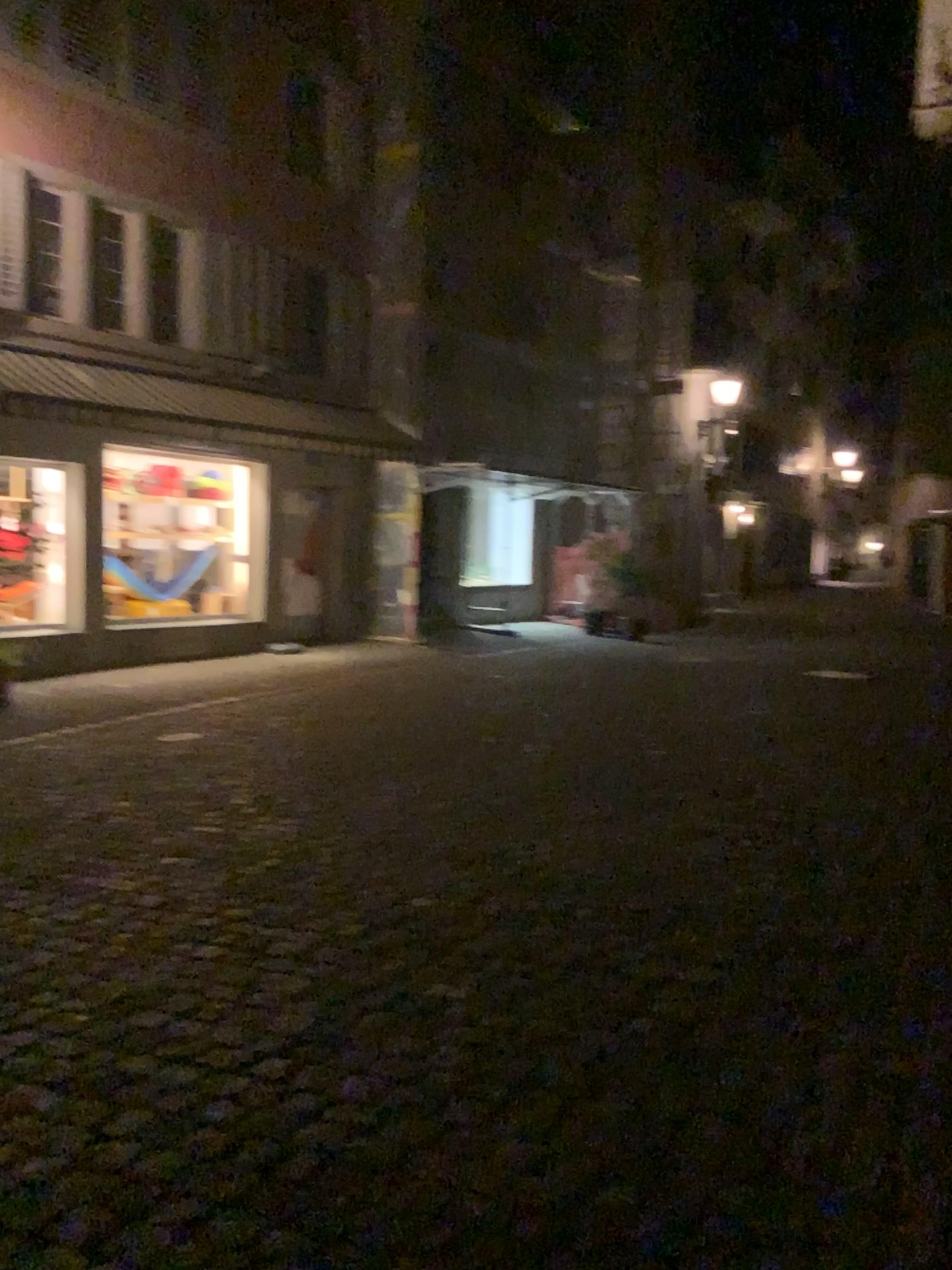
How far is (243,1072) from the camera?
3.1 meters
